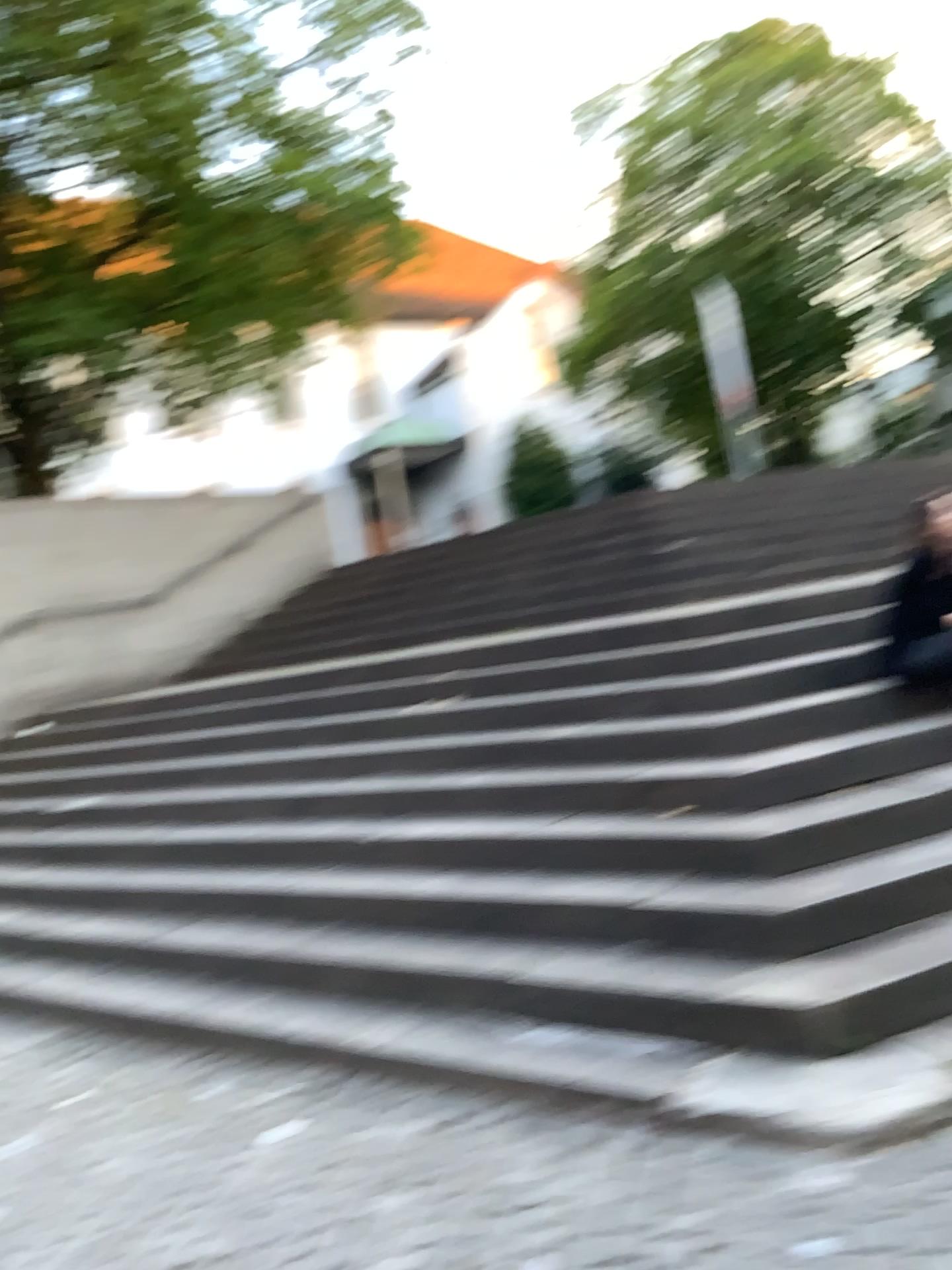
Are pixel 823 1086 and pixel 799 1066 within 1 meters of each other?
yes
